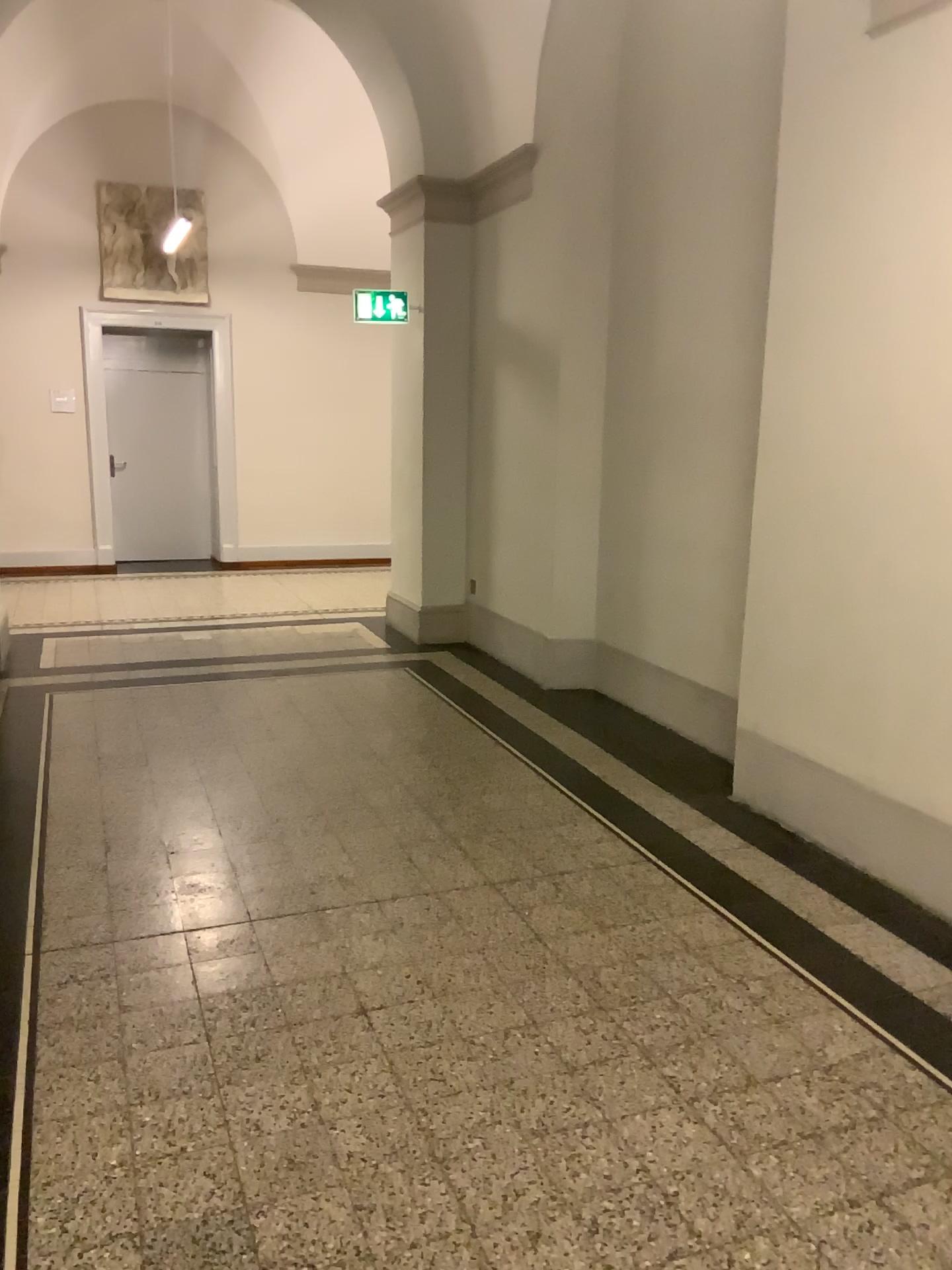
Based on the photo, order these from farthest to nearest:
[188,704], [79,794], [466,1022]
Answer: [188,704] → [79,794] → [466,1022]
